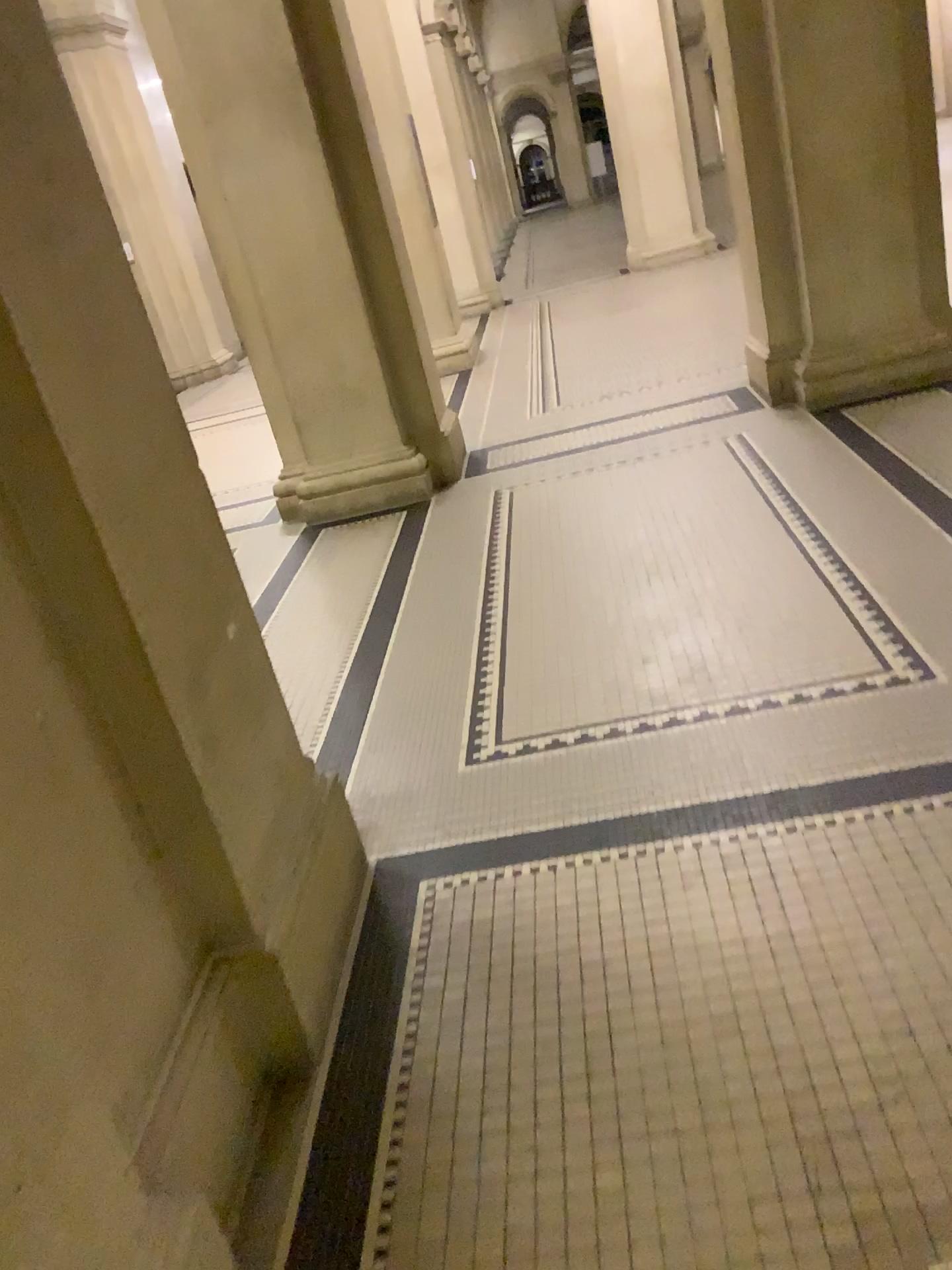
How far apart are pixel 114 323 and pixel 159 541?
0.4 meters
